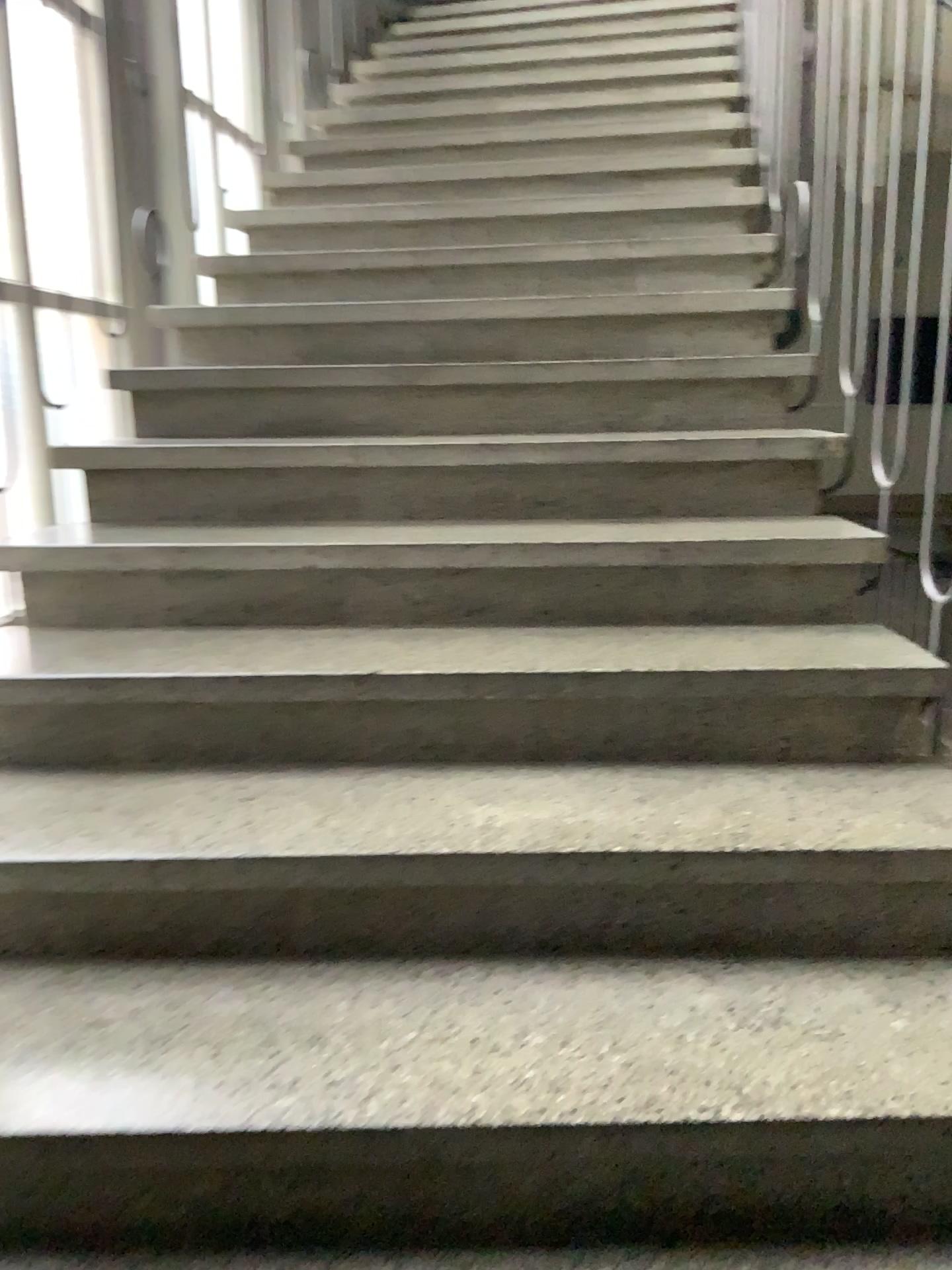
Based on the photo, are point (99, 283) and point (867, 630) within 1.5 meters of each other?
no

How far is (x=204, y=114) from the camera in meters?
3.4

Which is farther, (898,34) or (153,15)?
(153,15)

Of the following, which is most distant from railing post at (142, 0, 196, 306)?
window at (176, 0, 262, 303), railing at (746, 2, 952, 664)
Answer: railing at (746, 2, 952, 664)

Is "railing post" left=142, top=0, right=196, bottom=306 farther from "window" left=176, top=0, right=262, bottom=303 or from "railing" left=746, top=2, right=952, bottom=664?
"railing" left=746, top=2, right=952, bottom=664

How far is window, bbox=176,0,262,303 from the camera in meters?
3.4

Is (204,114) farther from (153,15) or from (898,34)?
(898,34)

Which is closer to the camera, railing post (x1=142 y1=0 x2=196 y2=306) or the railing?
the railing
